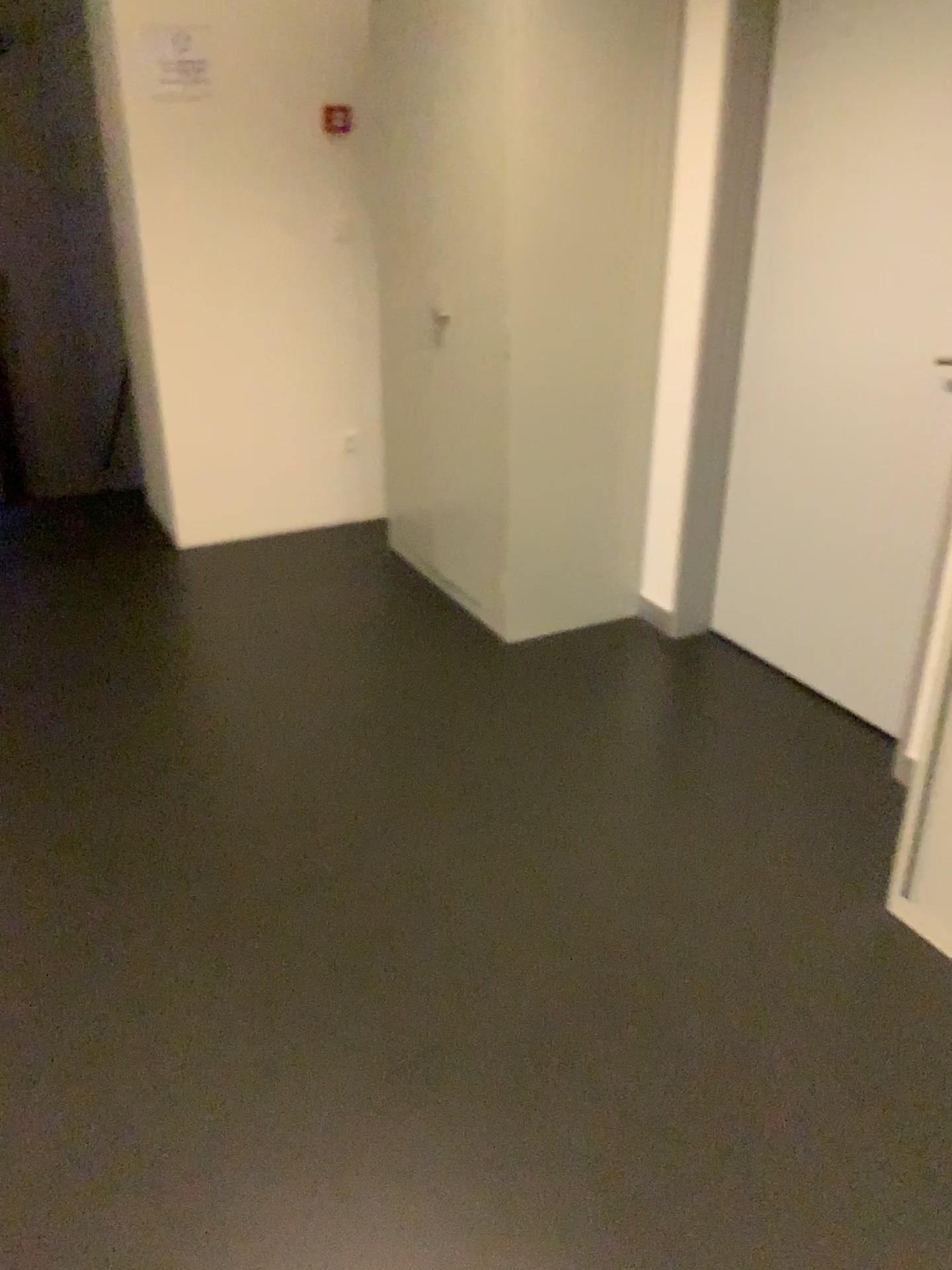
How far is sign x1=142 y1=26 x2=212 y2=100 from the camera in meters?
3.5

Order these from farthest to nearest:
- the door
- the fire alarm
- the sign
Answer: the fire alarm < the sign < the door

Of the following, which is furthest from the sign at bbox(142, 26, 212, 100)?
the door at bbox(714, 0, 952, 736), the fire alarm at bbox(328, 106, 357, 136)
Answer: the door at bbox(714, 0, 952, 736)

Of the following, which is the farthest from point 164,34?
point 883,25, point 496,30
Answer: point 883,25

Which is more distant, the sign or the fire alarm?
the fire alarm

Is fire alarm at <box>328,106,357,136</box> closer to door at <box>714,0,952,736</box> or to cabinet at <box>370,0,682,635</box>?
cabinet at <box>370,0,682,635</box>

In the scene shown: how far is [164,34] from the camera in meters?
3.5 m

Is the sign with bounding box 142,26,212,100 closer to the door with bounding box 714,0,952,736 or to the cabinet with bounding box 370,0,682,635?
the cabinet with bounding box 370,0,682,635

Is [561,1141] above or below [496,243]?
below

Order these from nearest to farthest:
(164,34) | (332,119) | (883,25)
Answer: Result: (883,25) < (164,34) < (332,119)
